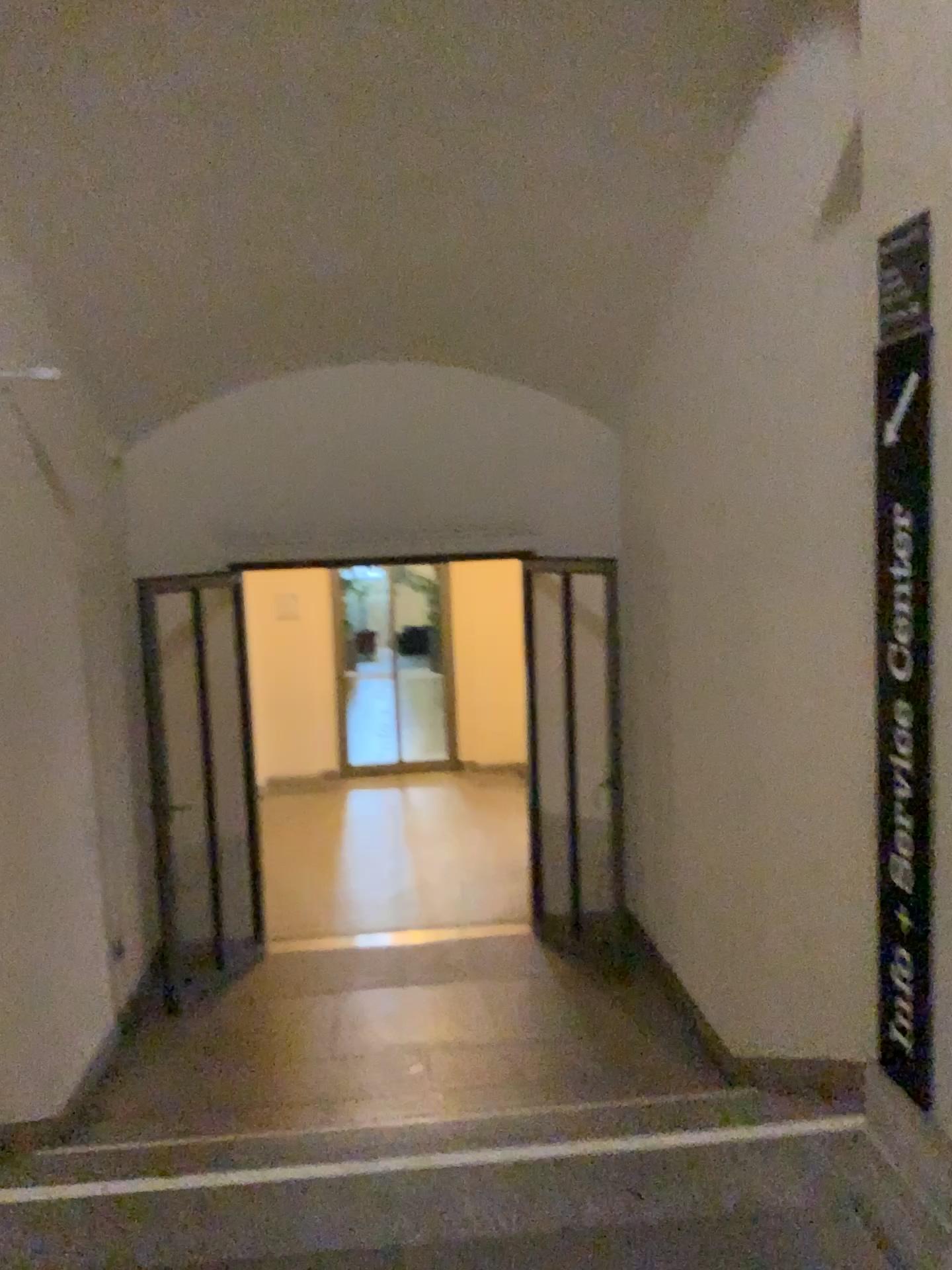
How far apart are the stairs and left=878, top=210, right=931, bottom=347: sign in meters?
1.8 m

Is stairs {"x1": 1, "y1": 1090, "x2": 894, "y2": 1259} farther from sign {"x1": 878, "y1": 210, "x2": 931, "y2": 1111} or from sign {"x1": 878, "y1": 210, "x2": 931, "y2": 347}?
sign {"x1": 878, "y1": 210, "x2": 931, "y2": 347}

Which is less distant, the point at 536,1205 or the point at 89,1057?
the point at 536,1205

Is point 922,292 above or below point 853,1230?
above

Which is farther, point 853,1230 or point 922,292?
point 853,1230

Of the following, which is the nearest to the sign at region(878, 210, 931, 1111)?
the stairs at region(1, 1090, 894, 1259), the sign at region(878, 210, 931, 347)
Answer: the sign at region(878, 210, 931, 347)

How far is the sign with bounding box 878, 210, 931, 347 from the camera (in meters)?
1.93

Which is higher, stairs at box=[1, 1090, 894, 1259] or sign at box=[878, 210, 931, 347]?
sign at box=[878, 210, 931, 347]

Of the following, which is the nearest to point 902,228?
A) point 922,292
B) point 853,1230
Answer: point 922,292

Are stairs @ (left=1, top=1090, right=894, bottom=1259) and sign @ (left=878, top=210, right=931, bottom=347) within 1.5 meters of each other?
Result: no
